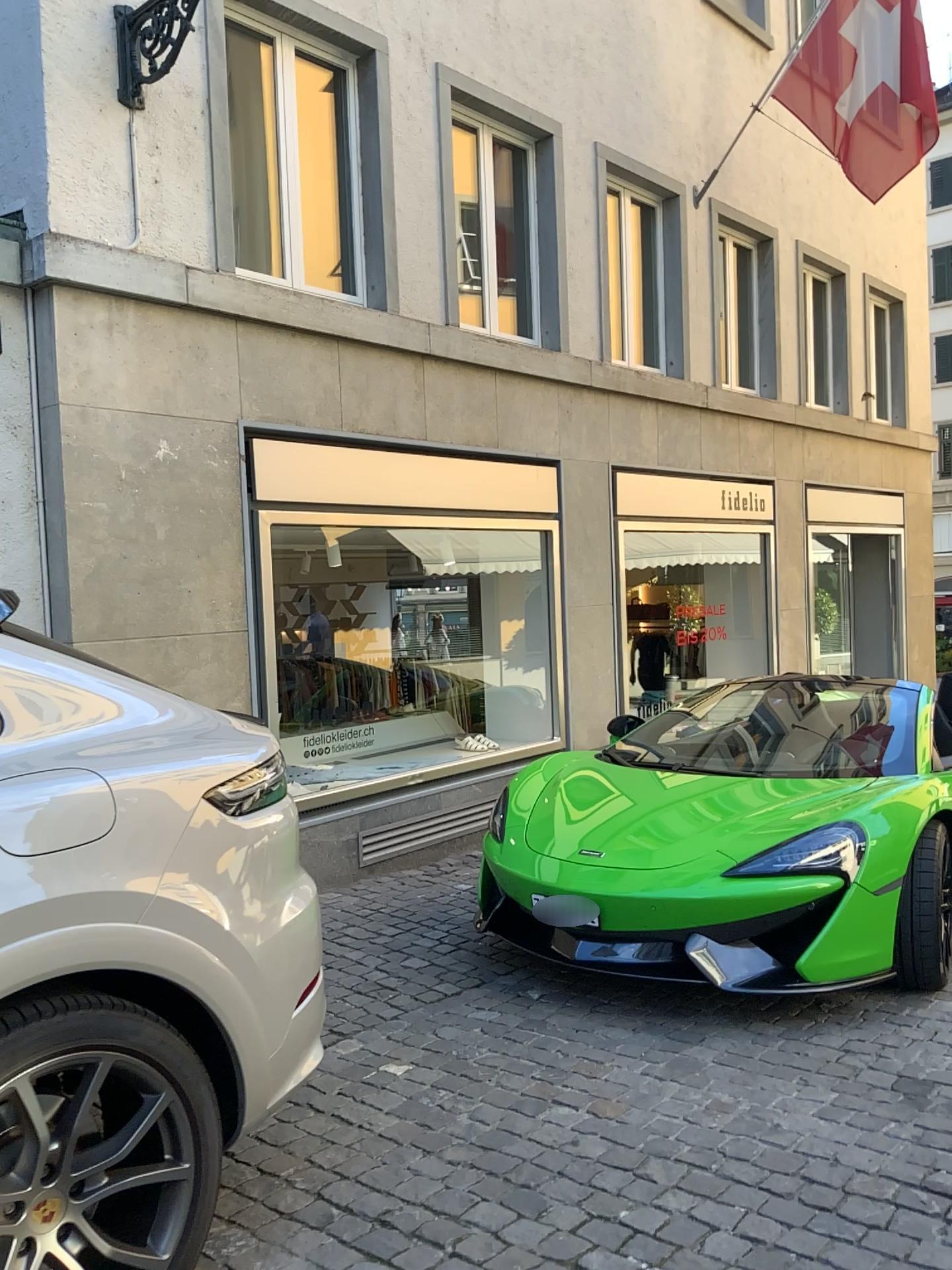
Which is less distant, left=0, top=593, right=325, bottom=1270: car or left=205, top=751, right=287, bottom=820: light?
left=0, top=593, right=325, bottom=1270: car

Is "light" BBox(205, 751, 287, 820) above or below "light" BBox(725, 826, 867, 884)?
above

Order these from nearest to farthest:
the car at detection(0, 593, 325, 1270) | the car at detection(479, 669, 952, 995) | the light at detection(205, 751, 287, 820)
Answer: the car at detection(0, 593, 325, 1270) < the light at detection(205, 751, 287, 820) < the car at detection(479, 669, 952, 995)

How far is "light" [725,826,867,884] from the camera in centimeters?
370cm

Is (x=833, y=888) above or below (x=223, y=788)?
below

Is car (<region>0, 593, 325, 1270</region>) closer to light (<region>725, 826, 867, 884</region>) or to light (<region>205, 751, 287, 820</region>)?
light (<region>205, 751, 287, 820</region>)

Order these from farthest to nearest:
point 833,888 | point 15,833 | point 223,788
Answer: point 833,888 → point 223,788 → point 15,833

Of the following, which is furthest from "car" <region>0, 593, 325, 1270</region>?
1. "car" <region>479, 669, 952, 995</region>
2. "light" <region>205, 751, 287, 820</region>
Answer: "car" <region>479, 669, 952, 995</region>

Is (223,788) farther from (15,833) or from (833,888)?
(833,888)

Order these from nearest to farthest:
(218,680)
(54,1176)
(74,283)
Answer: (54,1176), (74,283), (218,680)
